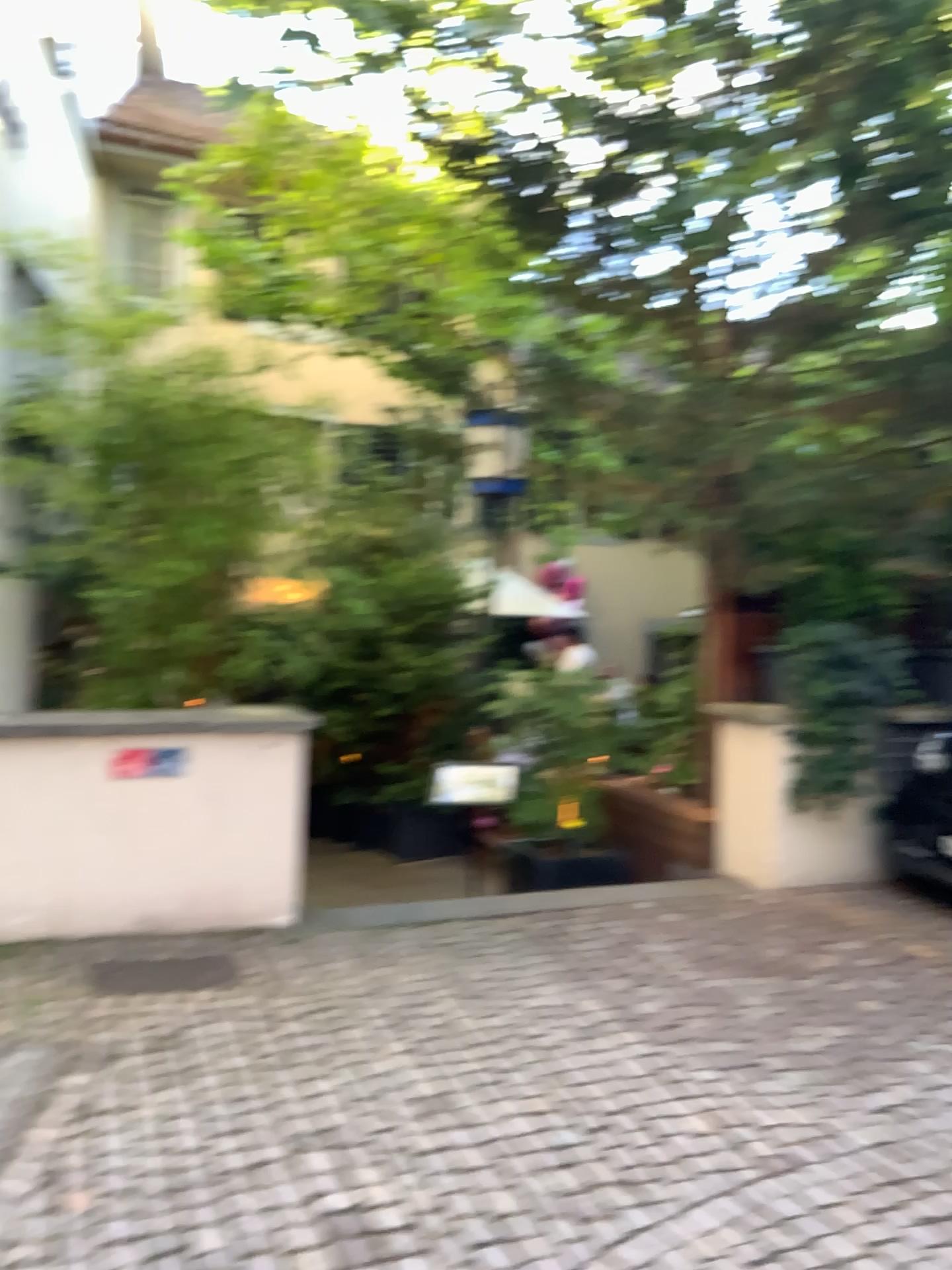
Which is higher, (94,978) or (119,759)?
(119,759)

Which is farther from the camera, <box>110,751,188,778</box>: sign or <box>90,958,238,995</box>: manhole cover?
<box>110,751,188,778</box>: sign

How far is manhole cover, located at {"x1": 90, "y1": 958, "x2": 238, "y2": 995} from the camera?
3.83m

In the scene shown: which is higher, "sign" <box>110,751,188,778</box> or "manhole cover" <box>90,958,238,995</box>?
"sign" <box>110,751,188,778</box>

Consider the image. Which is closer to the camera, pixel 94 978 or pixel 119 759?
pixel 94 978

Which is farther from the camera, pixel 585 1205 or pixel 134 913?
pixel 134 913

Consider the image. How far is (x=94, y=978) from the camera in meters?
3.8 m
